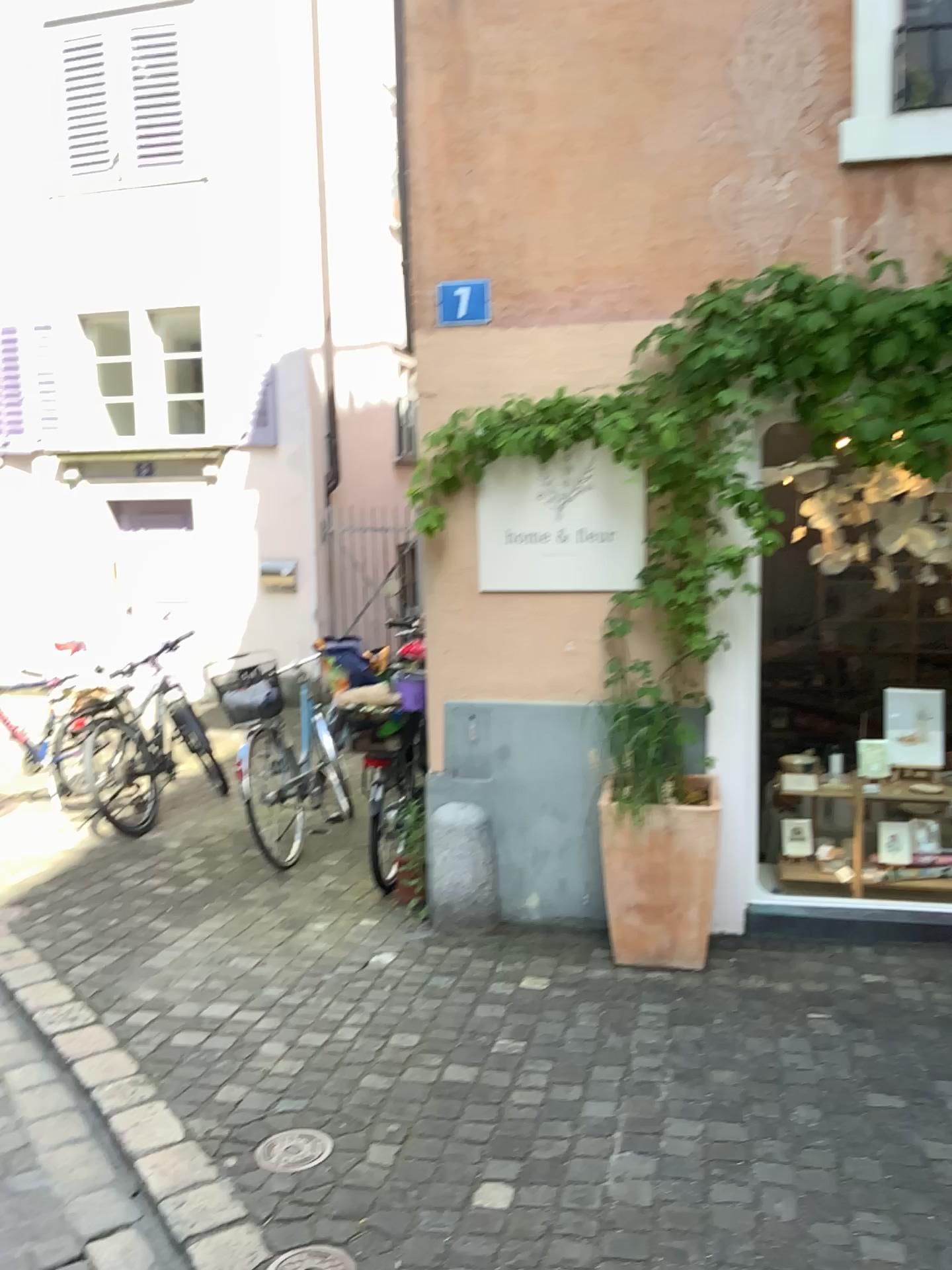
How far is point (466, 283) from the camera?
4.03m

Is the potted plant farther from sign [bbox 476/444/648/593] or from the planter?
sign [bbox 476/444/648/593]

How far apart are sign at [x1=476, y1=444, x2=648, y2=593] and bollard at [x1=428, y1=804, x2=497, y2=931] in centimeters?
90cm

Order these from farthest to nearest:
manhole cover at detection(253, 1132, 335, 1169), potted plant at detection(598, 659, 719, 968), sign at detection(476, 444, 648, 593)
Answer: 1. sign at detection(476, 444, 648, 593)
2. potted plant at detection(598, 659, 719, 968)
3. manhole cover at detection(253, 1132, 335, 1169)

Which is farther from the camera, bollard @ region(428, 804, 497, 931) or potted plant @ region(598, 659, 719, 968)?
bollard @ region(428, 804, 497, 931)

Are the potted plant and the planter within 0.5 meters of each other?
yes

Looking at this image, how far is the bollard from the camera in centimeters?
424cm

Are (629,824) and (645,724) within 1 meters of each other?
yes

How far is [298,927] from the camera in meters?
4.3

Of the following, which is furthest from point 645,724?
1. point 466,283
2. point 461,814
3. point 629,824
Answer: point 466,283
